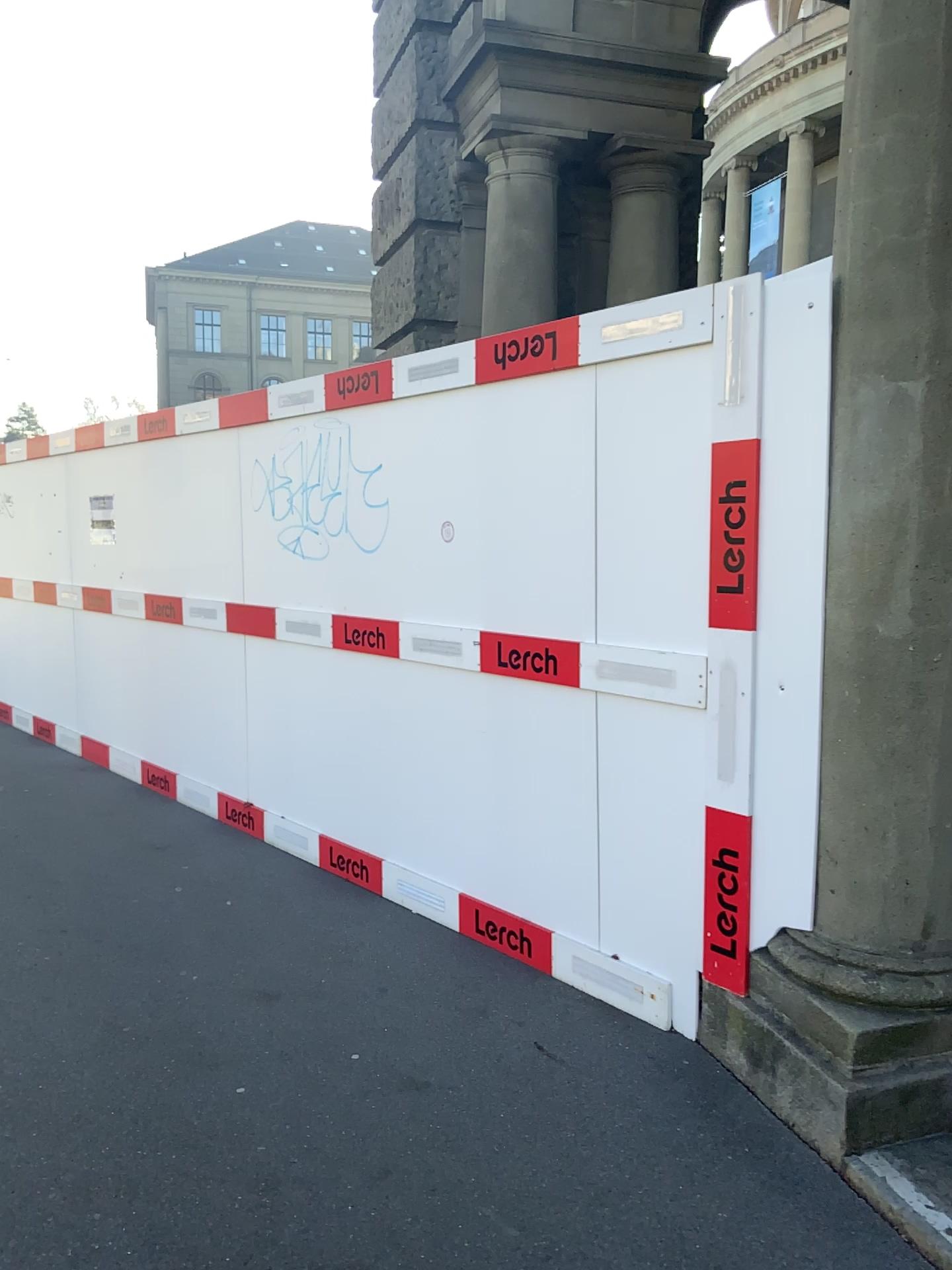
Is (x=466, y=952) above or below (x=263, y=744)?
below

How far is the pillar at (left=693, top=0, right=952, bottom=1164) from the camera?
2.4m

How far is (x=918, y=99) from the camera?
2.4m
